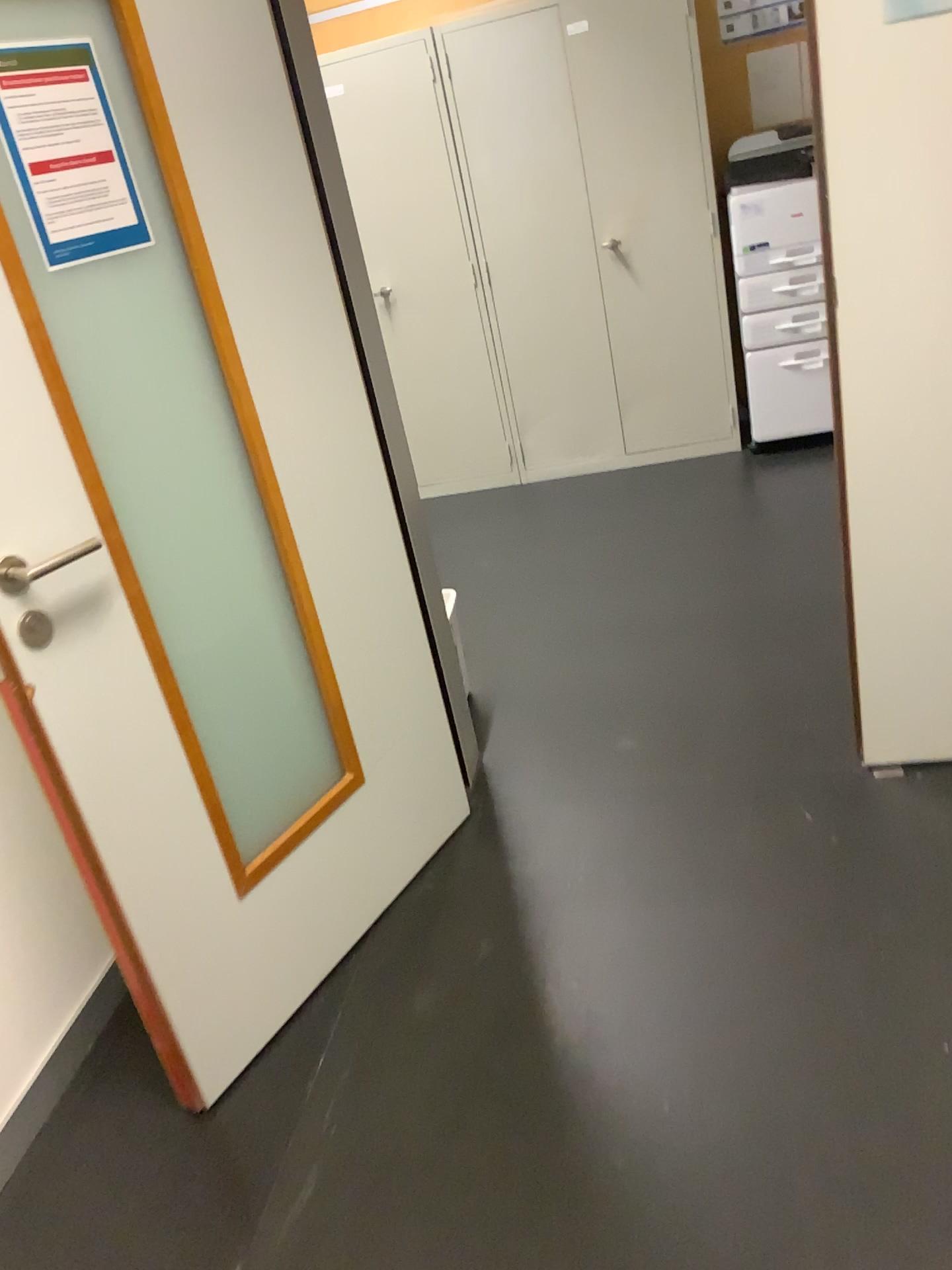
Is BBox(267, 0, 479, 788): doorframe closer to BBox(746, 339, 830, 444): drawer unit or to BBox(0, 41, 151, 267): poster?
BBox(0, 41, 151, 267): poster

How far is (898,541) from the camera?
2.1 meters

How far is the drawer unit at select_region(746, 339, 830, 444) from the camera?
4.4m

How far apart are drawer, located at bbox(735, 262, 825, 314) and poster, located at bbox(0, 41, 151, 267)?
3.18m

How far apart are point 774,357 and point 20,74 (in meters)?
3.46

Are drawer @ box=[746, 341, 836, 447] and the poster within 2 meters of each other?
no

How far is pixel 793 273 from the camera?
4.2m

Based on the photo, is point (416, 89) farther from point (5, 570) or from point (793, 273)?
point (5, 570)

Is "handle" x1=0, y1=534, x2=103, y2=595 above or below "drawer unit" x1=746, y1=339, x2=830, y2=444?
above

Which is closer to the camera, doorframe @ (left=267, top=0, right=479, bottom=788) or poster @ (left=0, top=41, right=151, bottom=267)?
poster @ (left=0, top=41, right=151, bottom=267)
